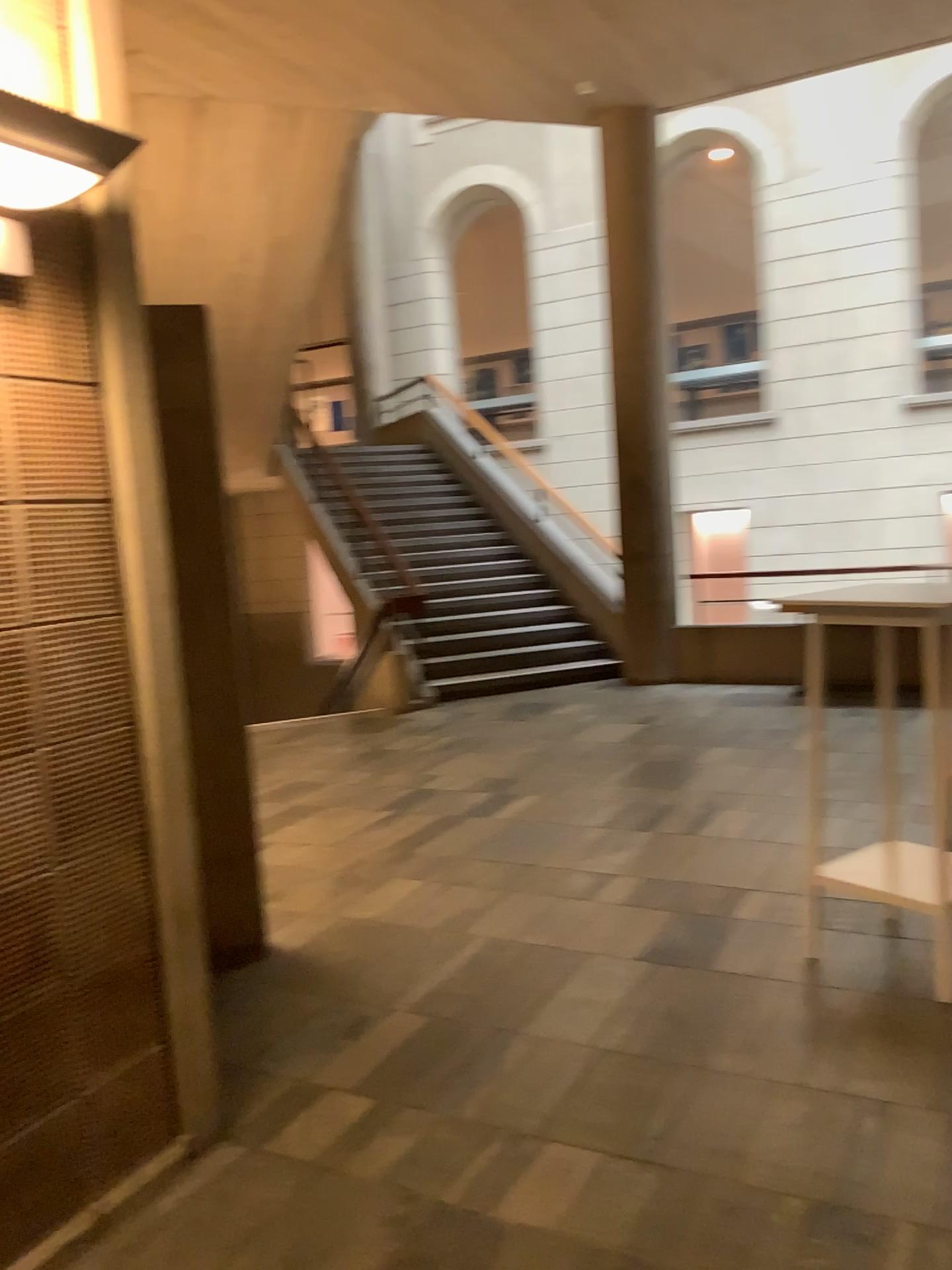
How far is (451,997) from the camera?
3.29m

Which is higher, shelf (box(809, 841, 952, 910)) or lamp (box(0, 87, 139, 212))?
lamp (box(0, 87, 139, 212))

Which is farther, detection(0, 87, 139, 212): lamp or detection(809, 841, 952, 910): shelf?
detection(809, 841, 952, 910): shelf

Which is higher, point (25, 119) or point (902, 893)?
point (25, 119)

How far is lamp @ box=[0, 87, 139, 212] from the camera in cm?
179

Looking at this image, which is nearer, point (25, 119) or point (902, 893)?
point (25, 119)

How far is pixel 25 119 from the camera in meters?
1.8
